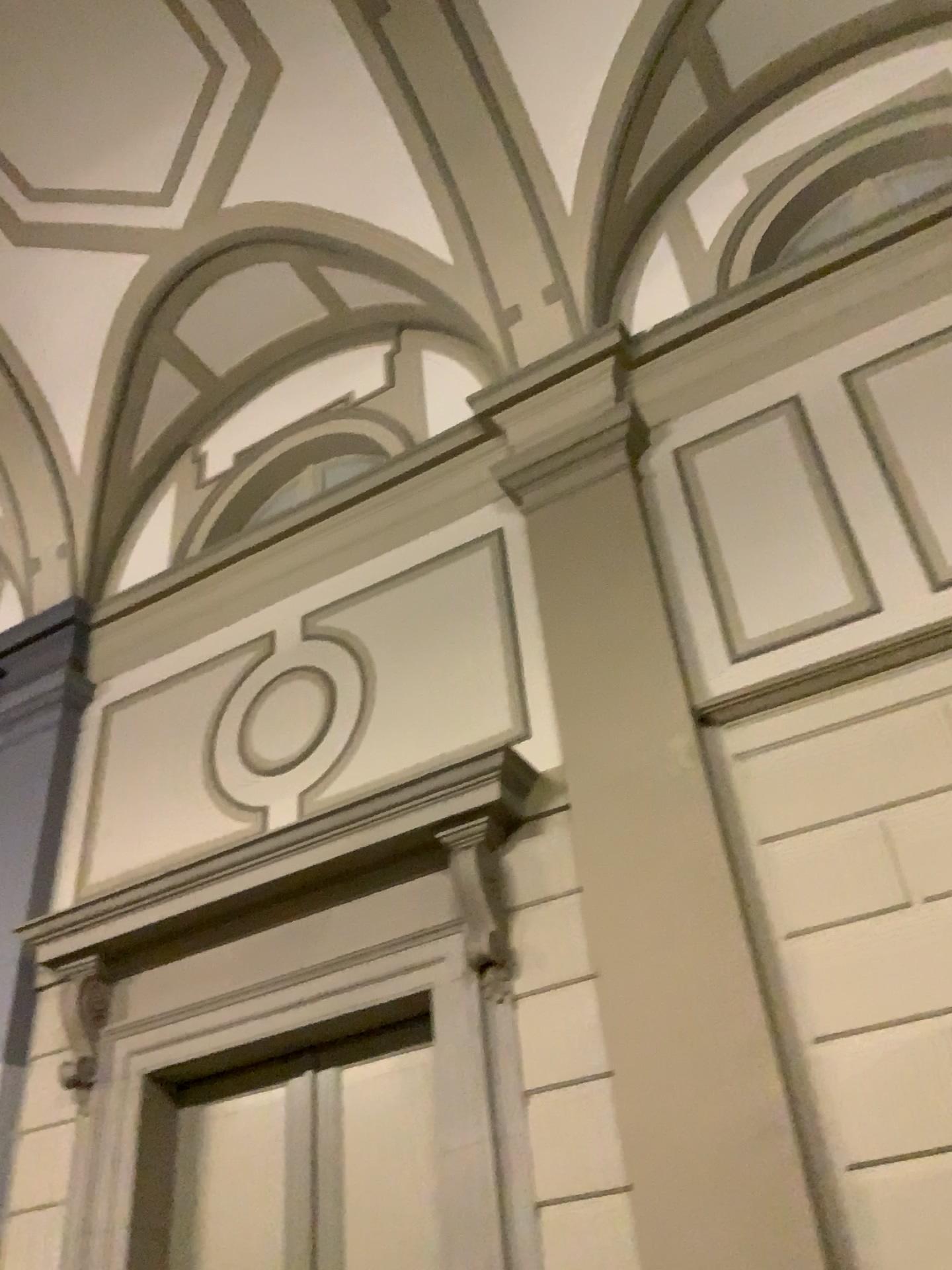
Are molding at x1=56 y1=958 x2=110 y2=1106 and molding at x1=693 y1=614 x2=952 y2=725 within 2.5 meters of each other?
no

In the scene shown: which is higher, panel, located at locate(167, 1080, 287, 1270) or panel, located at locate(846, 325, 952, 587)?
panel, located at locate(846, 325, 952, 587)

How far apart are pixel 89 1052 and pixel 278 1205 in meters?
1.2 m

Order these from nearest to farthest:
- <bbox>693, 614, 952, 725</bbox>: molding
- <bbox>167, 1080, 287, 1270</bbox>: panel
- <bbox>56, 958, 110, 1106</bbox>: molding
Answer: <bbox>693, 614, 952, 725</bbox>: molding → <bbox>167, 1080, 287, 1270</bbox>: panel → <bbox>56, 958, 110, 1106</bbox>: molding

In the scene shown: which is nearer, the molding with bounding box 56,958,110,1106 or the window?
the window

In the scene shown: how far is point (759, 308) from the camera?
5.2m

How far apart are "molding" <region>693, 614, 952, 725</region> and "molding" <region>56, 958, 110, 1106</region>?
3.1m

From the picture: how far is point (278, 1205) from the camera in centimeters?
434cm

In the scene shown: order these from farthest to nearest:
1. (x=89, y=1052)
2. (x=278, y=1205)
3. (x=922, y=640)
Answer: (x=89, y=1052)
(x=278, y=1205)
(x=922, y=640)

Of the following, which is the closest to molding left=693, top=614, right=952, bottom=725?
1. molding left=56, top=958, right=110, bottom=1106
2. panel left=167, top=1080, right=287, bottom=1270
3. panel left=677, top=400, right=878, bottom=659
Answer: panel left=677, top=400, right=878, bottom=659
